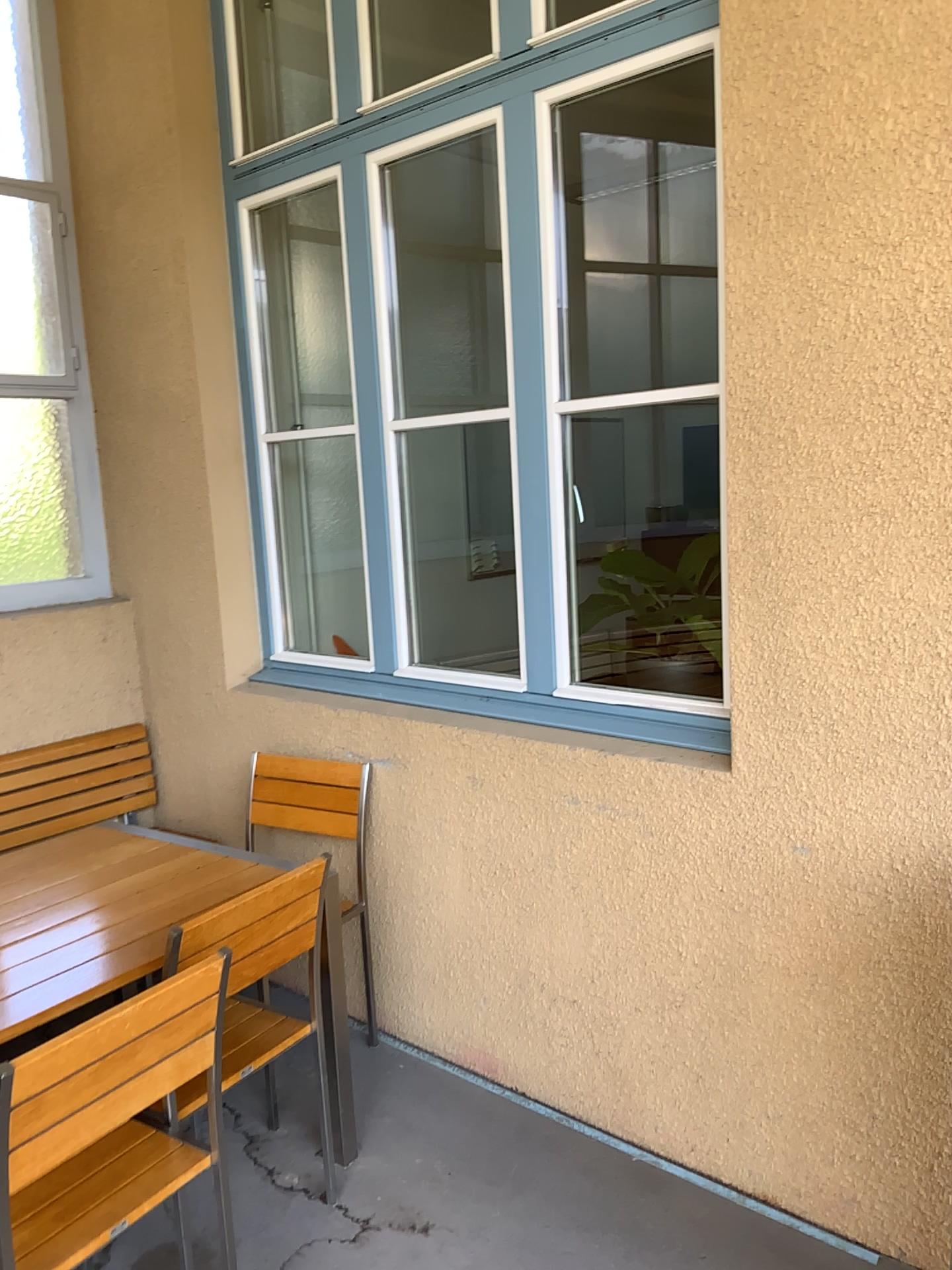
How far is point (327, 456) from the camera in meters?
4.0

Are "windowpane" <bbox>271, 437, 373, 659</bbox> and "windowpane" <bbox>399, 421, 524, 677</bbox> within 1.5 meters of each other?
yes

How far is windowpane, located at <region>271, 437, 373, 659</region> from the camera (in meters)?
4.02

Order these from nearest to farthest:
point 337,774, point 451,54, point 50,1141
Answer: point 50,1141 → point 451,54 → point 337,774

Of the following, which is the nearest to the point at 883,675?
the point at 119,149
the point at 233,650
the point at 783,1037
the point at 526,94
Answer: the point at 783,1037

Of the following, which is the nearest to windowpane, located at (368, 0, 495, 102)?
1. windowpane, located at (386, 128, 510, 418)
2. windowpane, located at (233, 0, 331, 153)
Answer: windowpane, located at (233, 0, 331, 153)

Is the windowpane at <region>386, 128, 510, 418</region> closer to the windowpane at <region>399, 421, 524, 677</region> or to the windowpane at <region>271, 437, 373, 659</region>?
the windowpane at <region>399, 421, 524, 677</region>

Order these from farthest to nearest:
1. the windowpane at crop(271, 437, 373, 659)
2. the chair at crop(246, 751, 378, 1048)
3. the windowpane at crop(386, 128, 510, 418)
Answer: the windowpane at crop(386, 128, 510, 418) → the windowpane at crop(271, 437, 373, 659) → the chair at crop(246, 751, 378, 1048)

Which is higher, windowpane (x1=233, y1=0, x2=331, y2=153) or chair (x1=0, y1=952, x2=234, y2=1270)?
windowpane (x1=233, y1=0, x2=331, y2=153)

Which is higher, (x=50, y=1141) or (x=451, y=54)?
(x=451, y=54)
